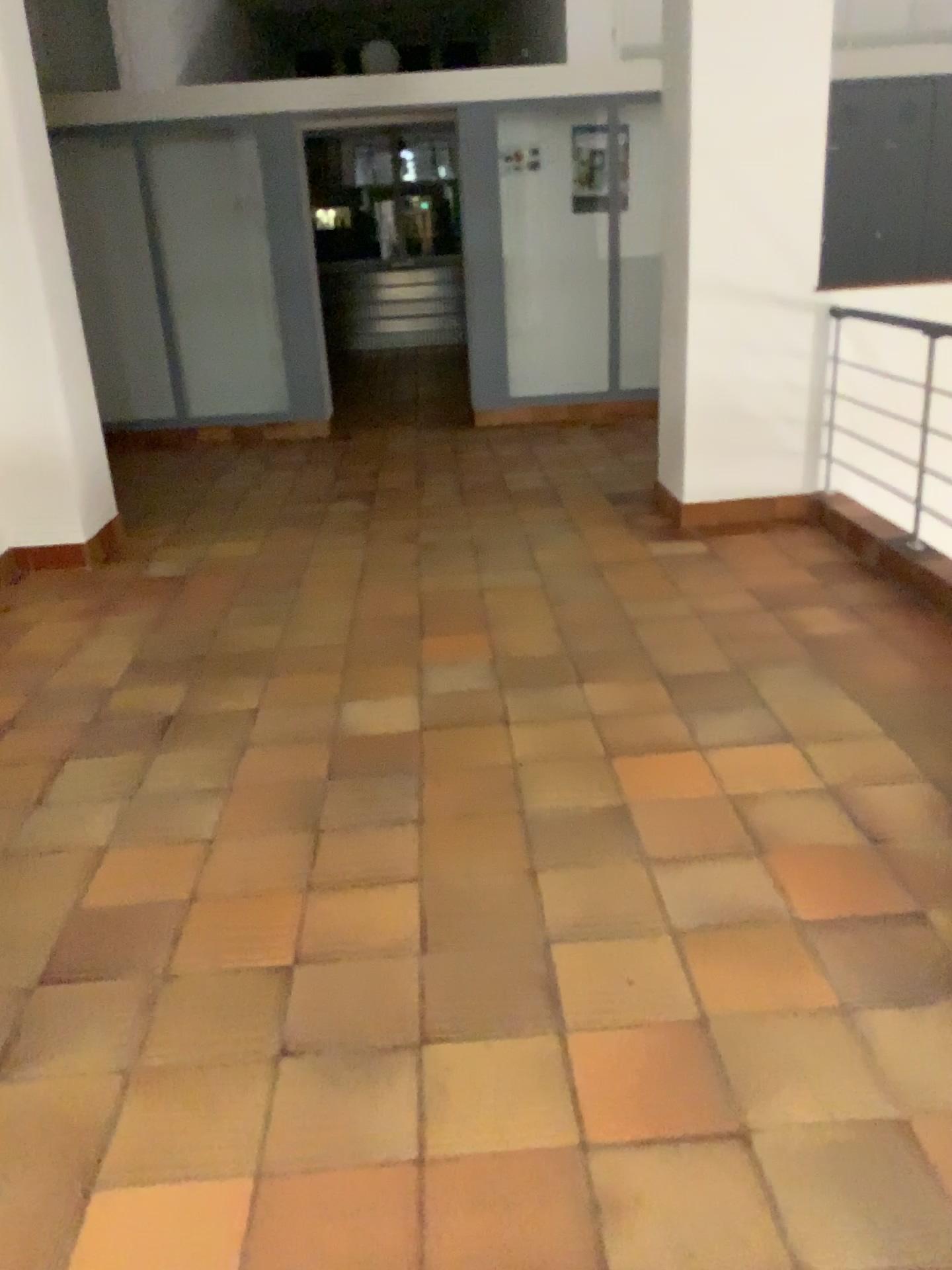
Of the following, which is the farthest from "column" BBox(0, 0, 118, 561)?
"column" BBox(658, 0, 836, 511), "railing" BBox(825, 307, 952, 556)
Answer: "railing" BBox(825, 307, 952, 556)

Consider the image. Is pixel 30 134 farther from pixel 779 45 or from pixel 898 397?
pixel 898 397

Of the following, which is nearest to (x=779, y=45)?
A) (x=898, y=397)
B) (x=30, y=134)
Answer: (x=898, y=397)

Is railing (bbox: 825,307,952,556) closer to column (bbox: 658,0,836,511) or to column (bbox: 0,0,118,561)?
column (bbox: 658,0,836,511)

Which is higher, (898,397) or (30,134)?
(30,134)

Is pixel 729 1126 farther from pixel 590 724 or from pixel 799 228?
pixel 799 228
